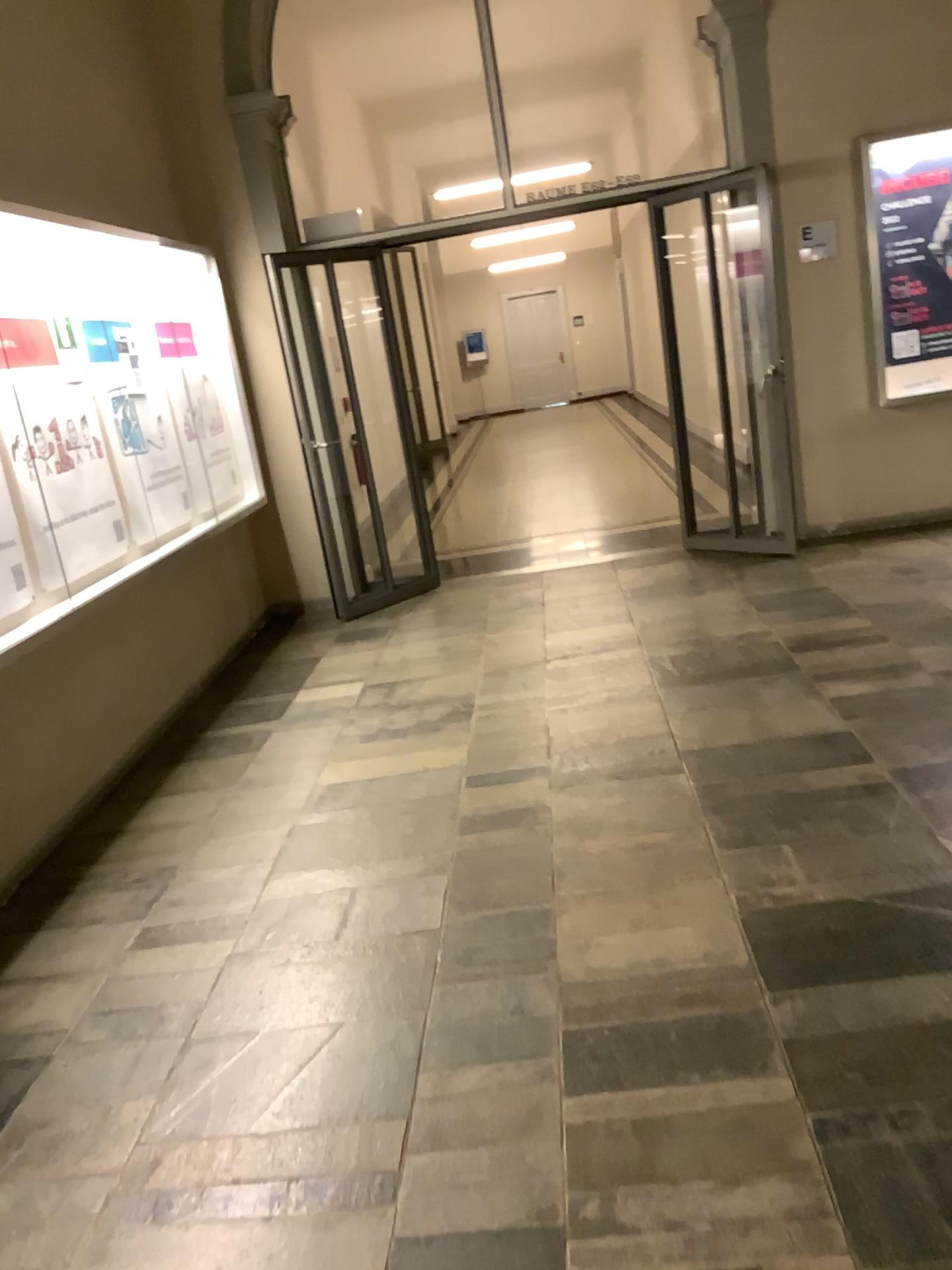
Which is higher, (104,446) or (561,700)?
(104,446)
